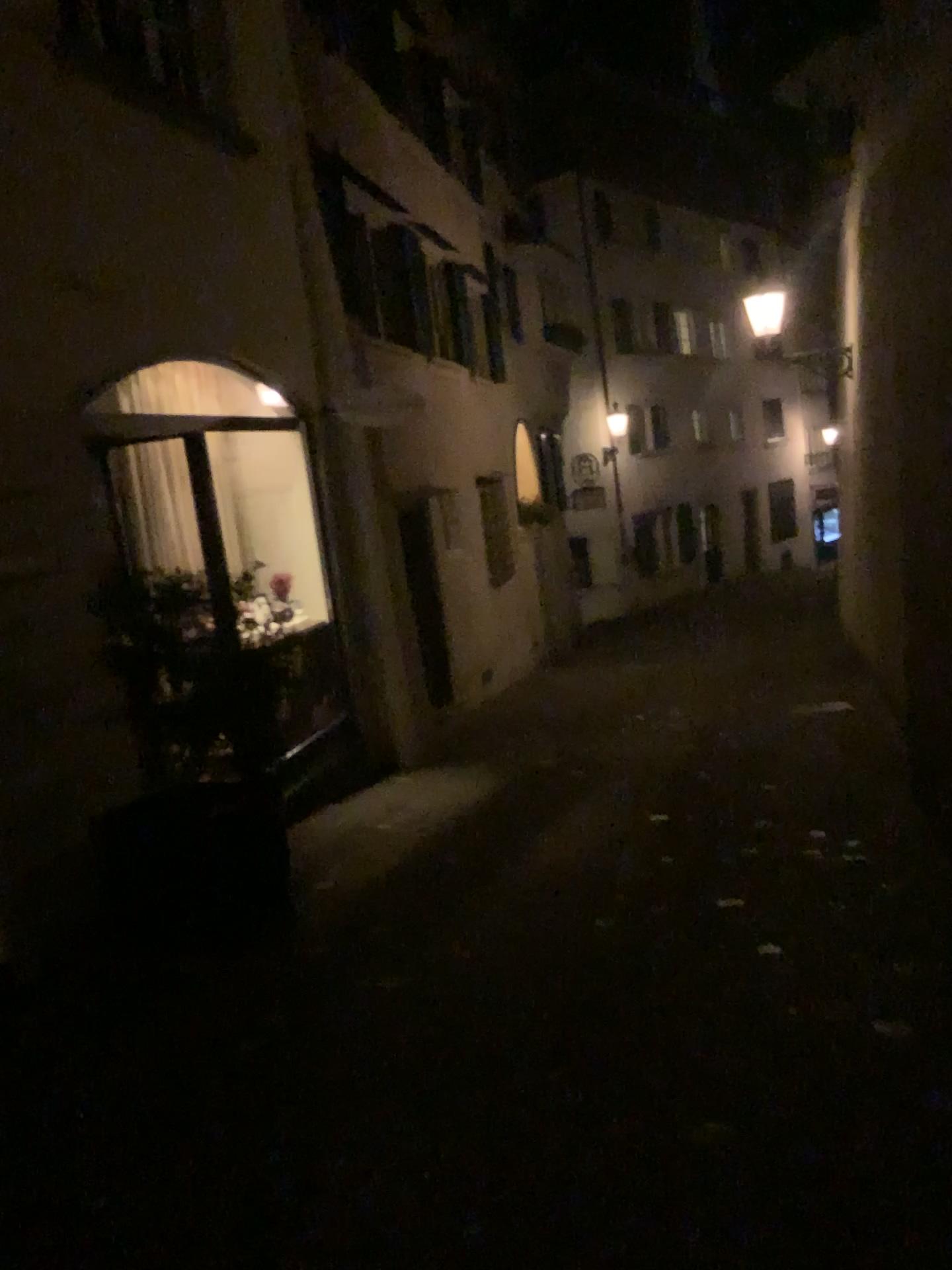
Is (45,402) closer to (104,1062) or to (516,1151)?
(104,1062)
